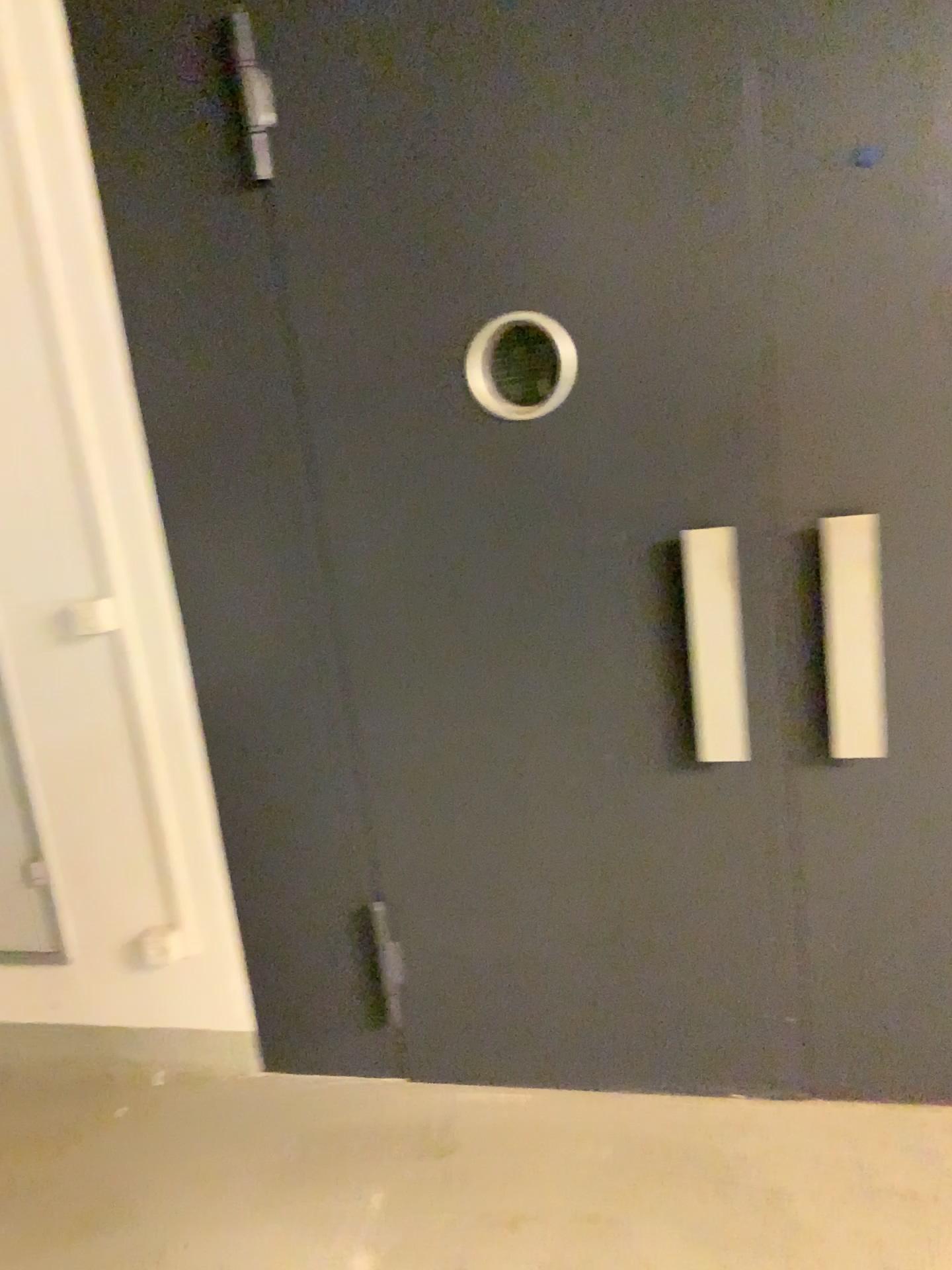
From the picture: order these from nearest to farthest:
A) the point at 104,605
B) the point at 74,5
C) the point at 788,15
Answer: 1. the point at 788,15
2. the point at 74,5
3. the point at 104,605

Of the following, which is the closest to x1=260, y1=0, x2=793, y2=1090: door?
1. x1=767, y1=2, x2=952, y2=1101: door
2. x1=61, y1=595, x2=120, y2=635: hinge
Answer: x1=767, y1=2, x2=952, y2=1101: door

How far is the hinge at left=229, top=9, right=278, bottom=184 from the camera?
1.9 meters

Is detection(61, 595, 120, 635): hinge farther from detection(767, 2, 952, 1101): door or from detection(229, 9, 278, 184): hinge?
detection(767, 2, 952, 1101): door

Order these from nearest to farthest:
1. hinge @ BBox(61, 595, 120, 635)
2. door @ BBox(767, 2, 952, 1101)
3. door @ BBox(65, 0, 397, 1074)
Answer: door @ BBox(767, 2, 952, 1101) < door @ BBox(65, 0, 397, 1074) < hinge @ BBox(61, 595, 120, 635)

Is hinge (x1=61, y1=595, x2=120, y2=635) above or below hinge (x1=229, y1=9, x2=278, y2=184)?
below

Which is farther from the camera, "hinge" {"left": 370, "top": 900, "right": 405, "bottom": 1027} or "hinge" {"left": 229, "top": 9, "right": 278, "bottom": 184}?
"hinge" {"left": 370, "top": 900, "right": 405, "bottom": 1027}

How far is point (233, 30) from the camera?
1.9m

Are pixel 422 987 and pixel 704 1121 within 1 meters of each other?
yes

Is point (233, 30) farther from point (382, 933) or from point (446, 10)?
point (382, 933)
